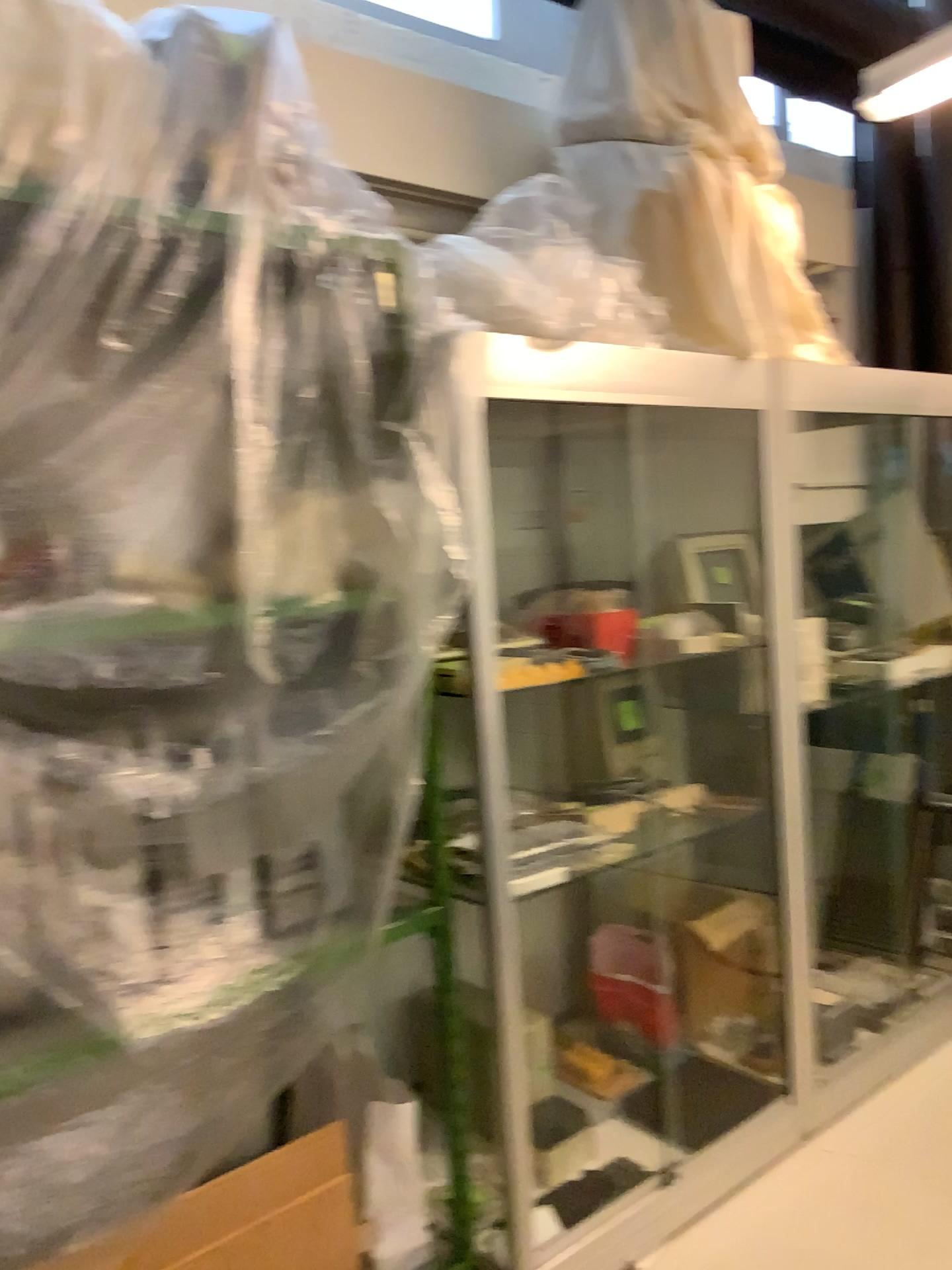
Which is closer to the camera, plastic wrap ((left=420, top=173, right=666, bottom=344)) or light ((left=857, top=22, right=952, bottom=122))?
plastic wrap ((left=420, top=173, right=666, bottom=344))

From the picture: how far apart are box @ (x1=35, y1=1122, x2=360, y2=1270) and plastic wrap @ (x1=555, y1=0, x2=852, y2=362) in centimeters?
196cm

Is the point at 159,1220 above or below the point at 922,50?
below

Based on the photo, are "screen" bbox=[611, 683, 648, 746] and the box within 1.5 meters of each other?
yes

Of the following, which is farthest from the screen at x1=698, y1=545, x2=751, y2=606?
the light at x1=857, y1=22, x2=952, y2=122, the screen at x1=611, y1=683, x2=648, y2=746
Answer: the light at x1=857, y1=22, x2=952, y2=122

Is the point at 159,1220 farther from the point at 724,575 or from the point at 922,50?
the point at 922,50

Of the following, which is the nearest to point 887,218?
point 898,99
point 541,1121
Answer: point 898,99

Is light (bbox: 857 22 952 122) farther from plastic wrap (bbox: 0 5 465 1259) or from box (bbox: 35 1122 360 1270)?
box (bbox: 35 1122 360 1270)

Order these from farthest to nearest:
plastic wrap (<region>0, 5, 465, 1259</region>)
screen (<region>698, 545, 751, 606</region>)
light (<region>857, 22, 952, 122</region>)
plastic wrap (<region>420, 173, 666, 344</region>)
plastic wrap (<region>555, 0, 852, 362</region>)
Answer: light (<region>857, 22, 952, 122</region>), screen (<region>698, 545, 751, 606</region>), plastic wrap (<region>555, 0, 852, 362</region>), plastic wrap (<region>420, 173, 666, 344</region>), plastic wrap (<region>0, 5, 465, 1259</region>)

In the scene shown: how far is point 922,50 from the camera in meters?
3.2
